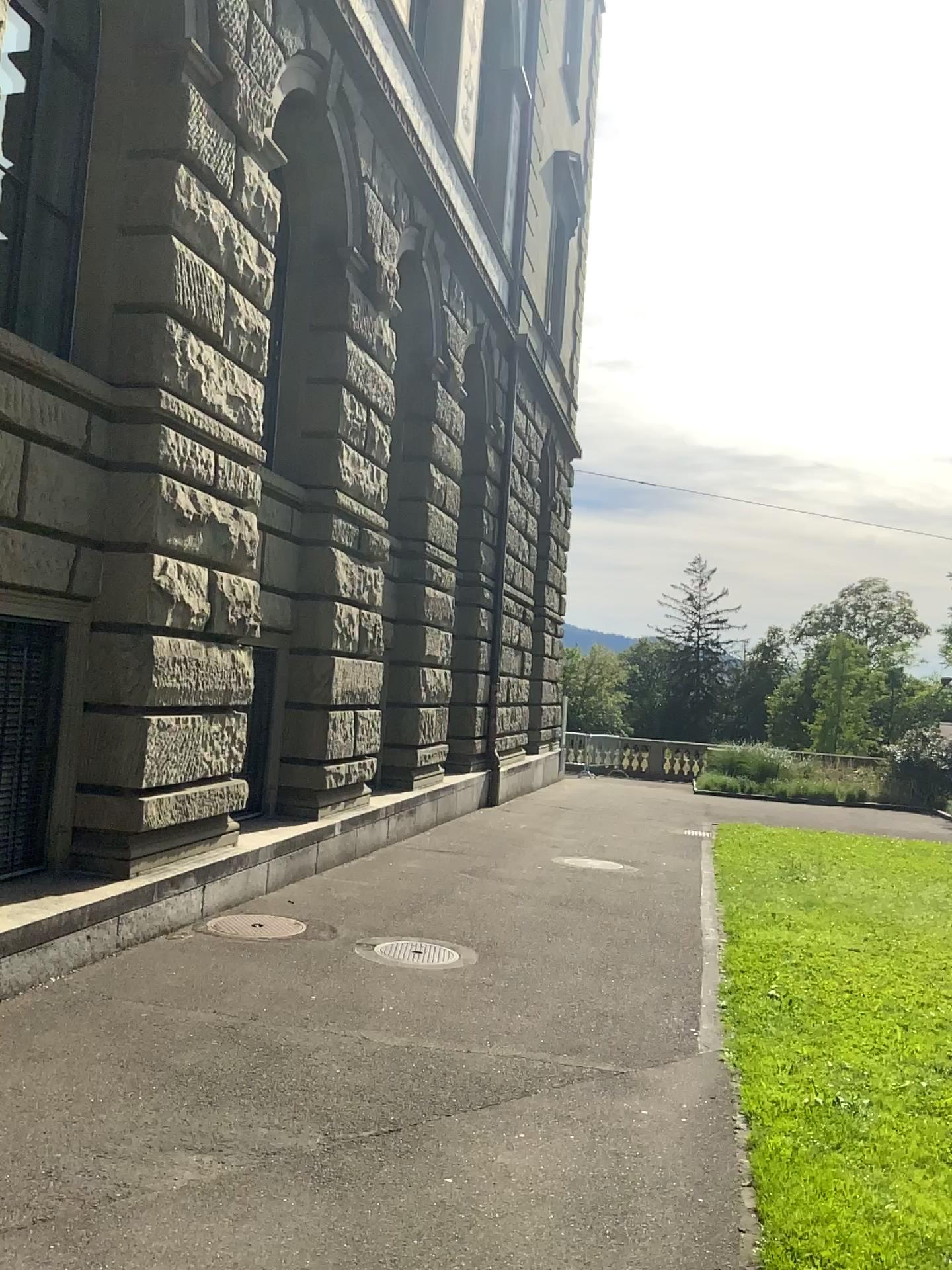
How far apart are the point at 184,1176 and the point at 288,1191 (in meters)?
0.35
